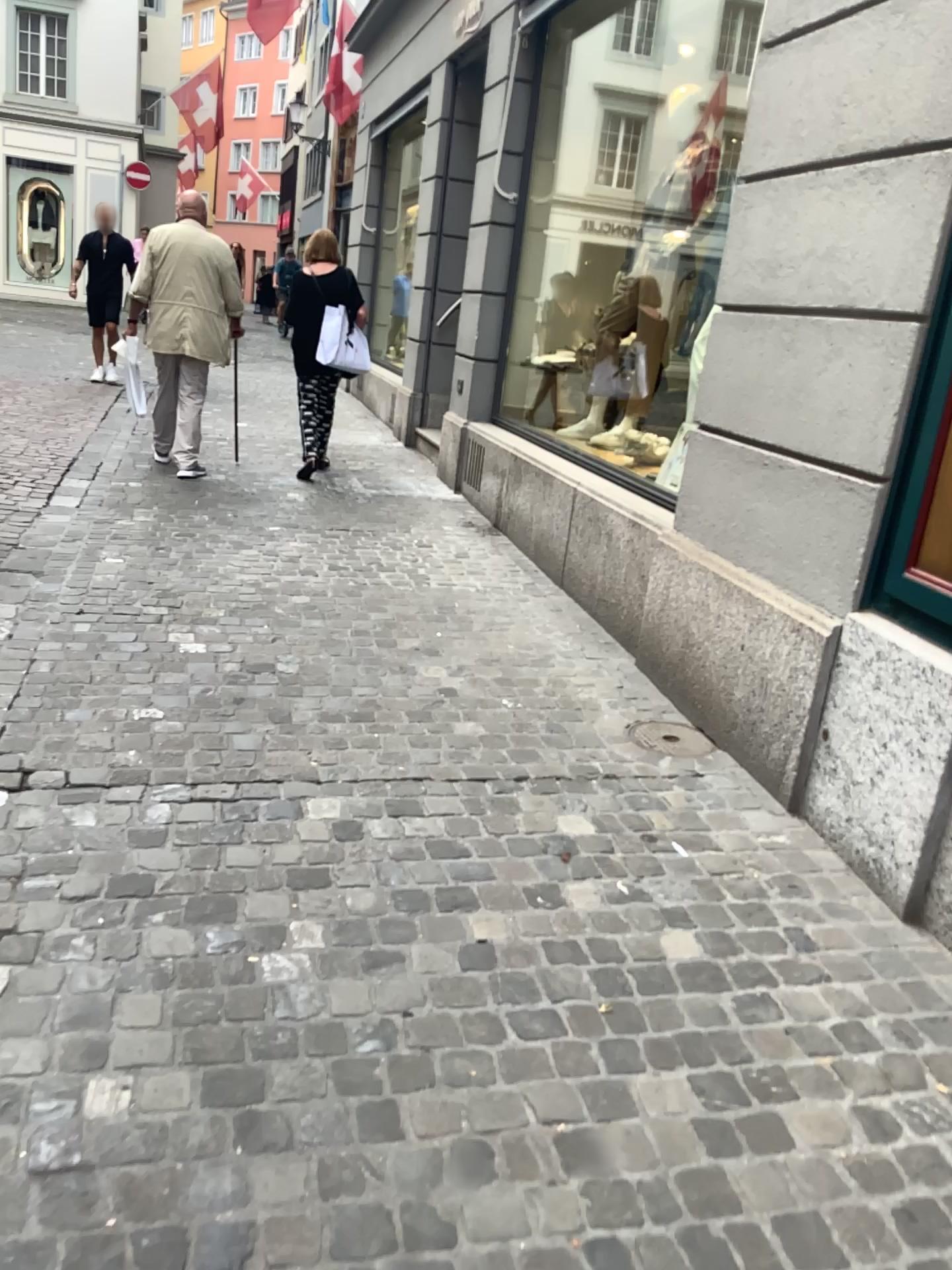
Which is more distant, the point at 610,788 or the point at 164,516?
the point at 164,516
